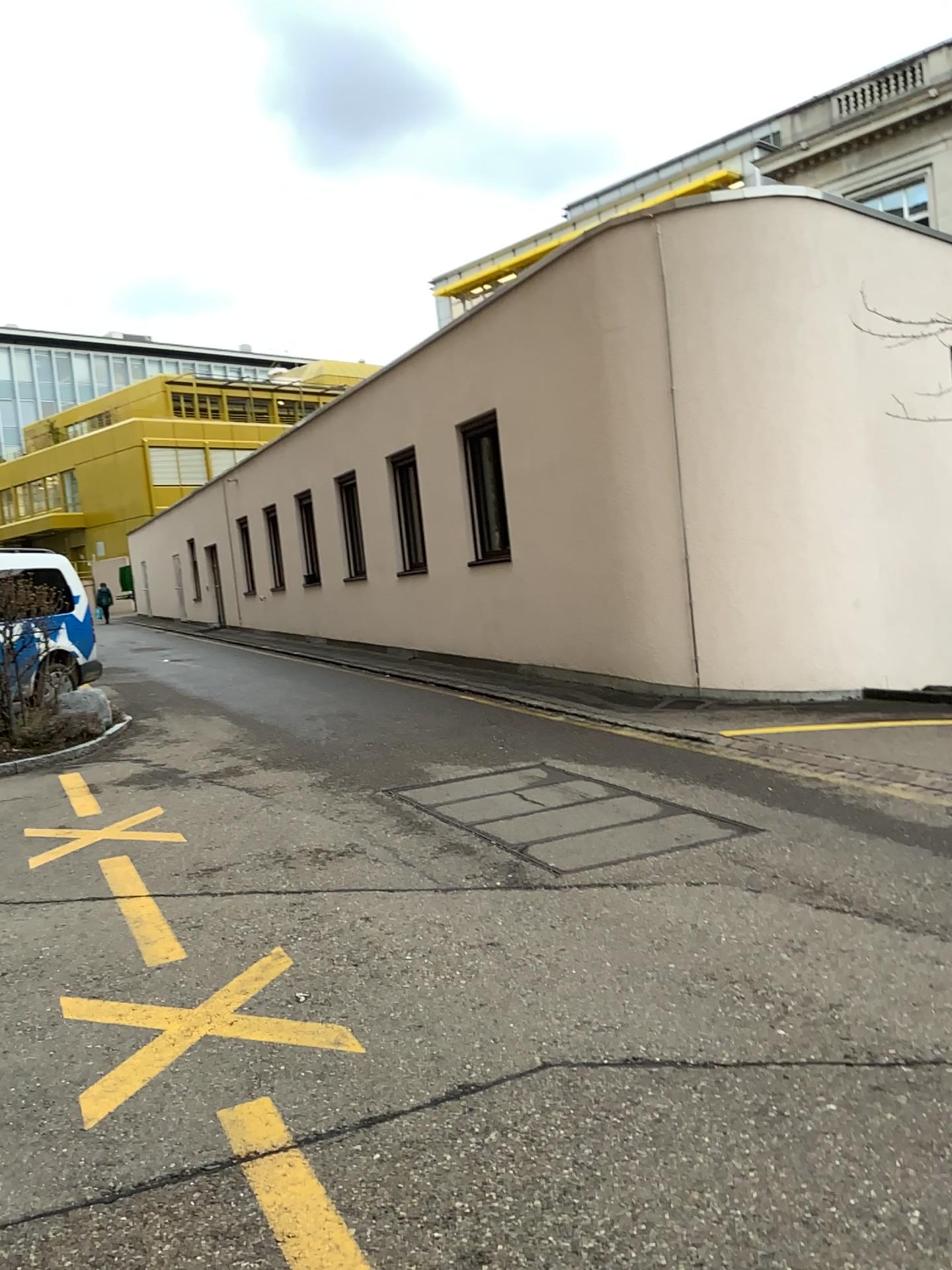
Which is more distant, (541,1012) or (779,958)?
(779,958)
